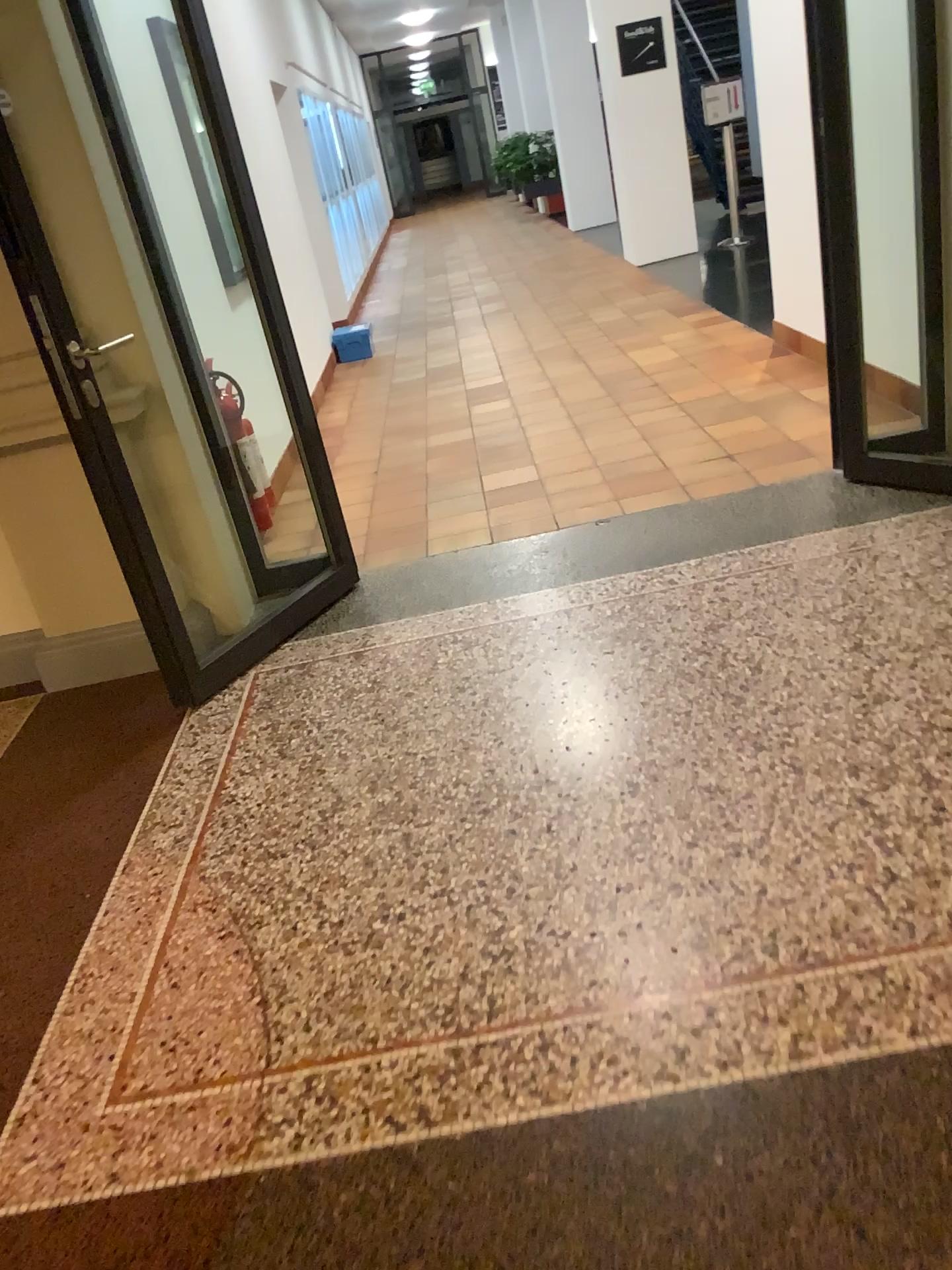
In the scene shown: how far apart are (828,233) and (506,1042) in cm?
280
